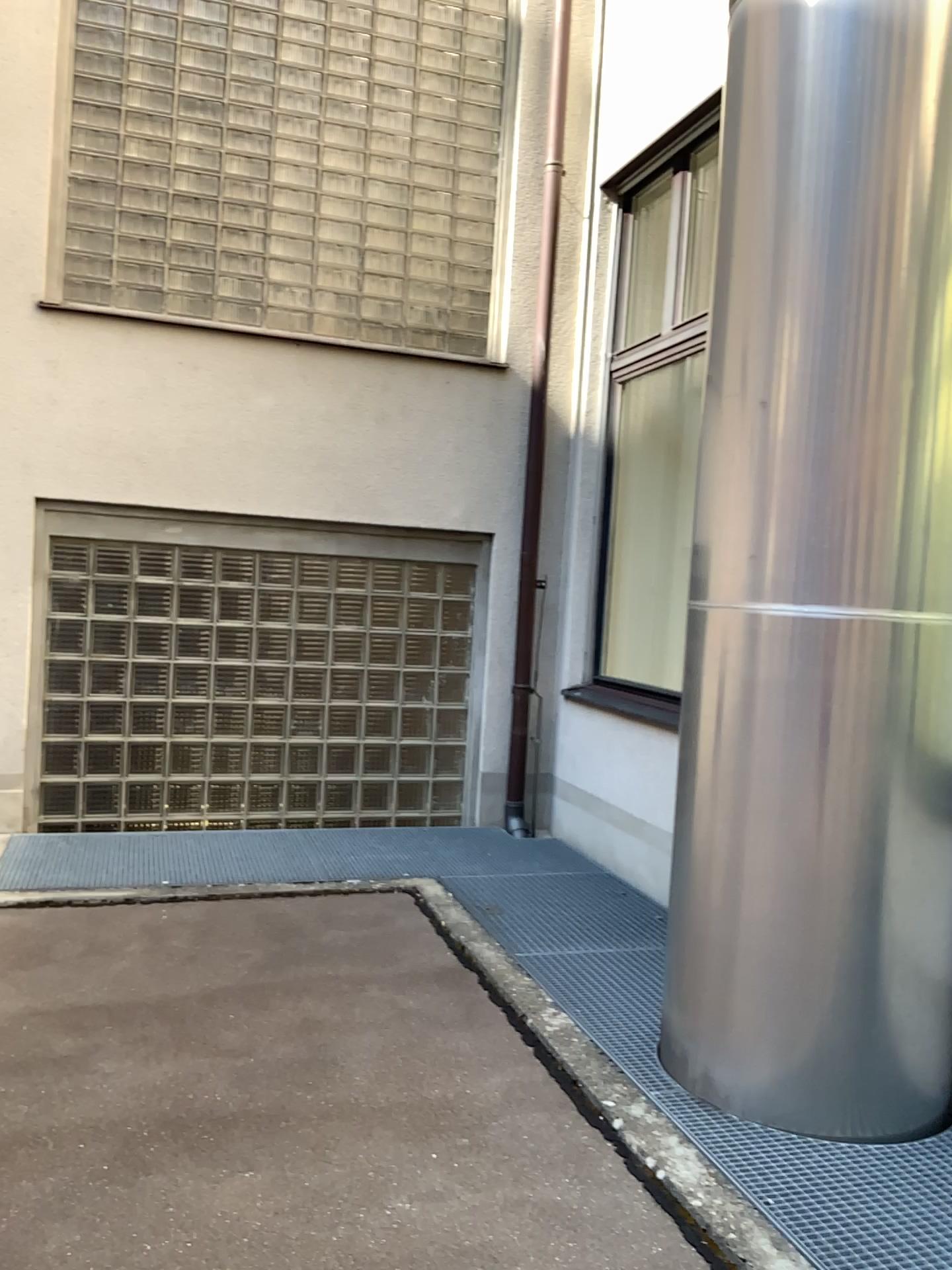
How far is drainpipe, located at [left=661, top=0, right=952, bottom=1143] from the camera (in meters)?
2.61

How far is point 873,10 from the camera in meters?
2.6 m

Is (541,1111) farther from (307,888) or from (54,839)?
(54,839)
